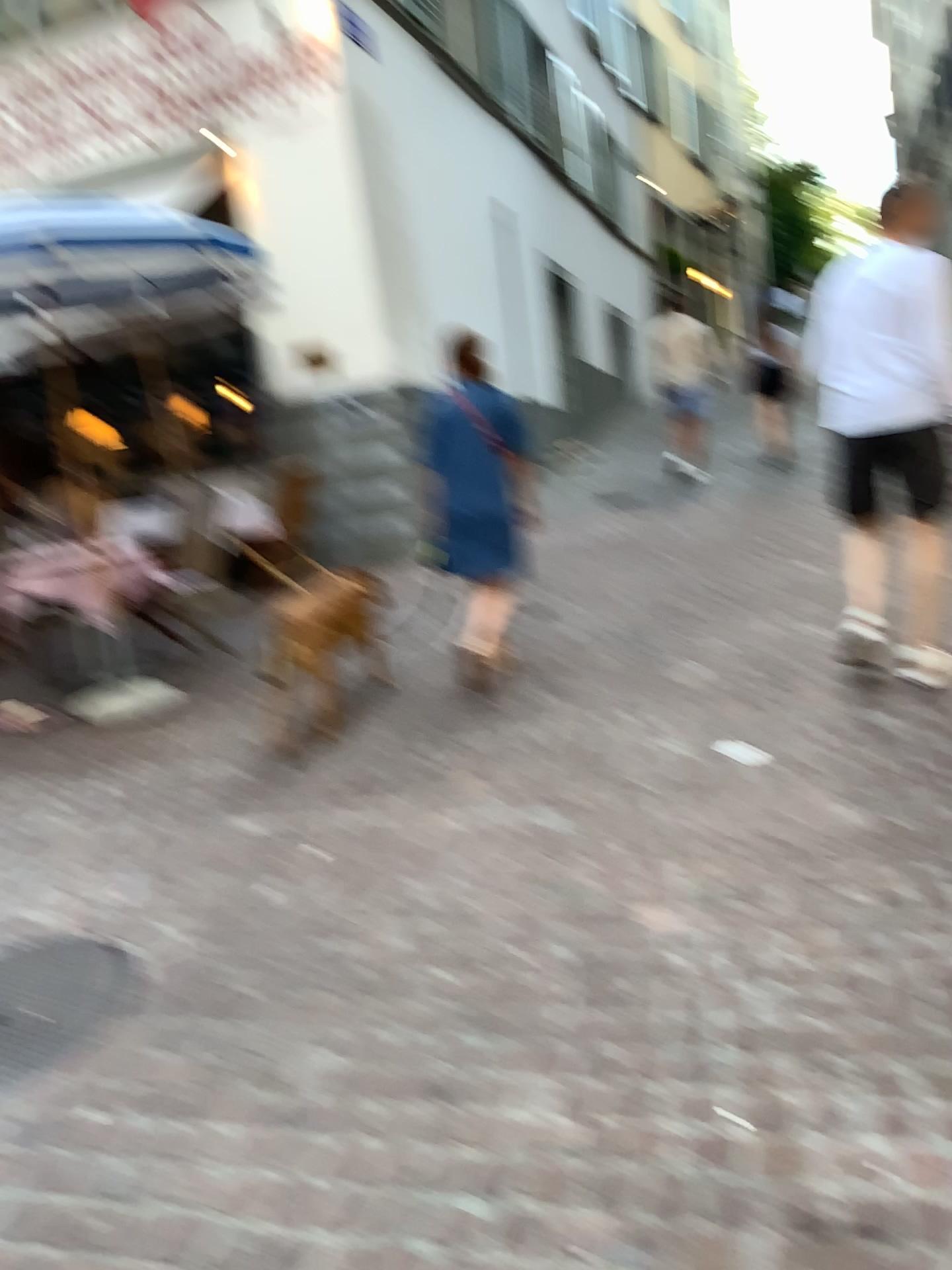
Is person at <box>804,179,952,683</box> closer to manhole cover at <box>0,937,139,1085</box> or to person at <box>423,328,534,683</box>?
person at <box>423,328,534,683</box>

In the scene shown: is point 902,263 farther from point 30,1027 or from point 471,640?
point 30,1027

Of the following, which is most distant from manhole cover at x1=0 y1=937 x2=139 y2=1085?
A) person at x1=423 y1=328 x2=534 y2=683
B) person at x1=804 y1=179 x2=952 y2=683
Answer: person at x1=804 y1=179 x2=952 y2=683

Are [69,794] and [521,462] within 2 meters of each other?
no

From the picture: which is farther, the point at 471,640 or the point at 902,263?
the point at 471,640

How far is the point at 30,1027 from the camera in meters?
2.4 m

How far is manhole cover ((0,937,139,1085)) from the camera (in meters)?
2.41

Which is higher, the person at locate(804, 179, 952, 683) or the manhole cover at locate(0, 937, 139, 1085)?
the person at locate(804, 179, 952, 683)

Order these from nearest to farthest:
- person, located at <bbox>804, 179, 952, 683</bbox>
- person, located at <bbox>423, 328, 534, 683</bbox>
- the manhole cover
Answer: the manhole cover
person, located at <bbox>804, 179, 952, 683</bbox>
person, located at <bbox>423, 328, 534, 683</bbox>

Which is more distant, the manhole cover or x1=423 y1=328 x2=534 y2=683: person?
x1=423 y1=328 x2=534 y2=683: person
